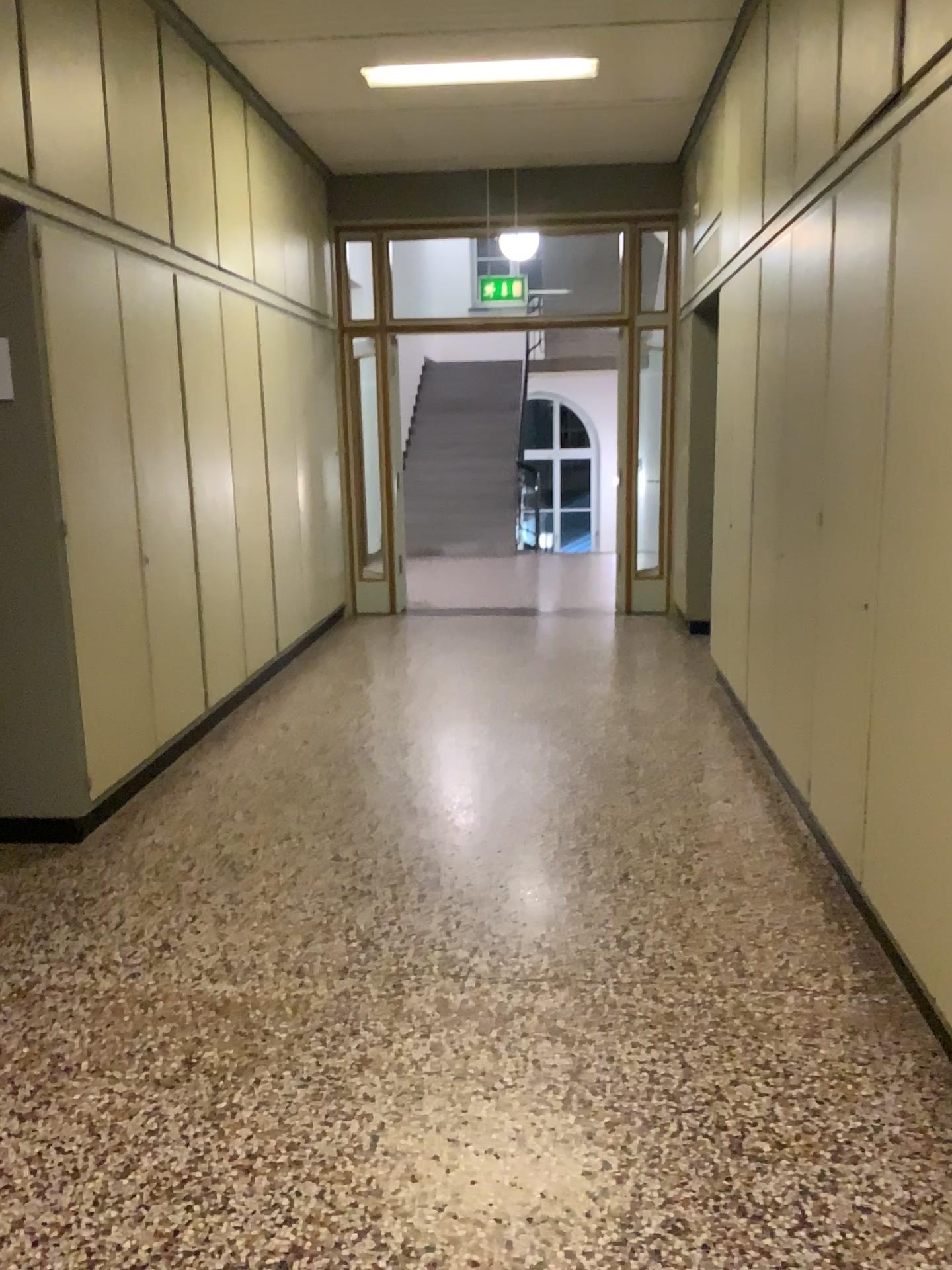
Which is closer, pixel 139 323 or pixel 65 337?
pixel 65 337

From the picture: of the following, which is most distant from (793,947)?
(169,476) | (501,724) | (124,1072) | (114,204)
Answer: (114,204)

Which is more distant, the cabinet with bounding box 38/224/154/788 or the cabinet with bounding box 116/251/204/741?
the cabinet with bounding box 116/251/204/741
